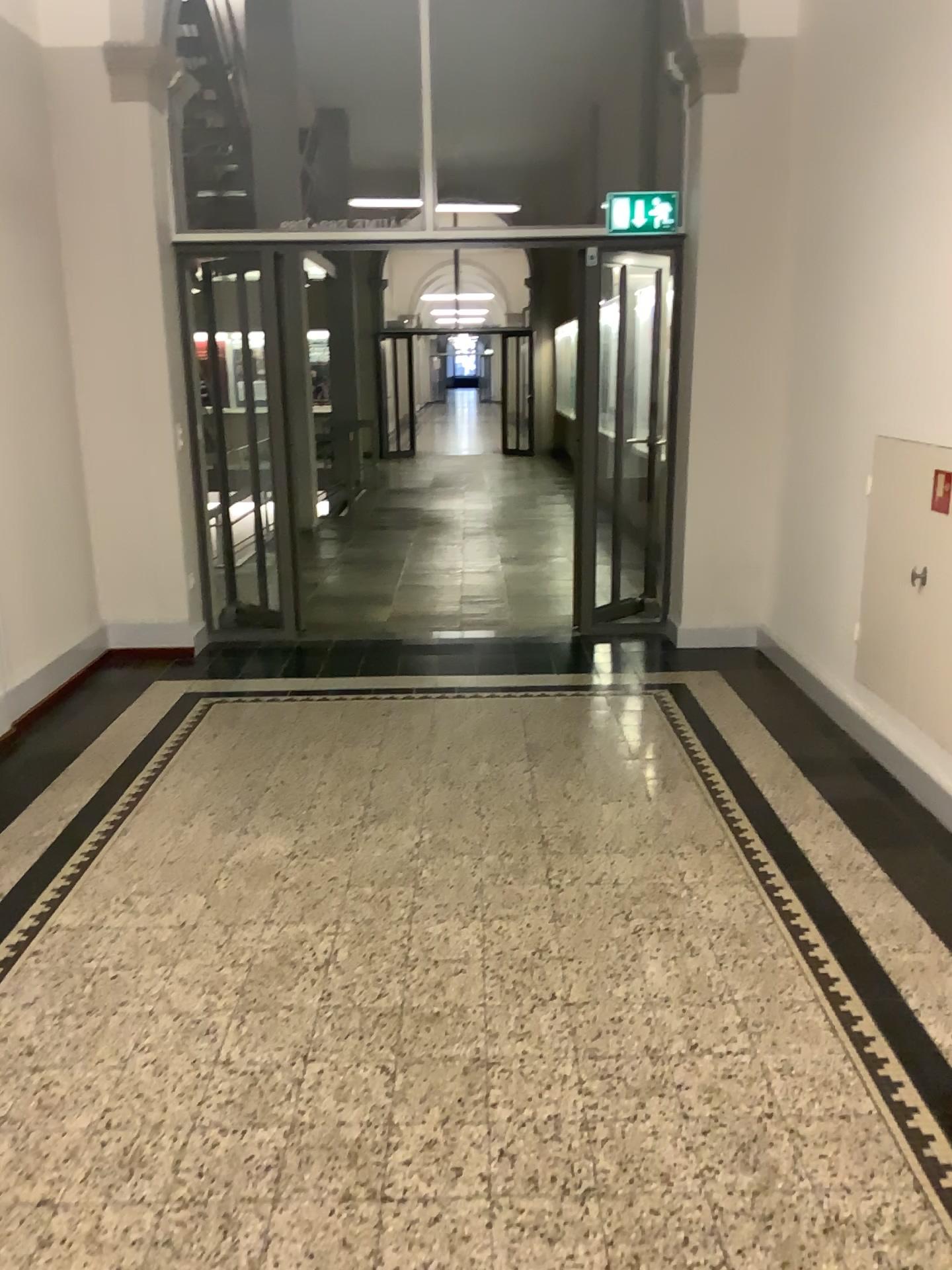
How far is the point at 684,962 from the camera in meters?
2.7 m
